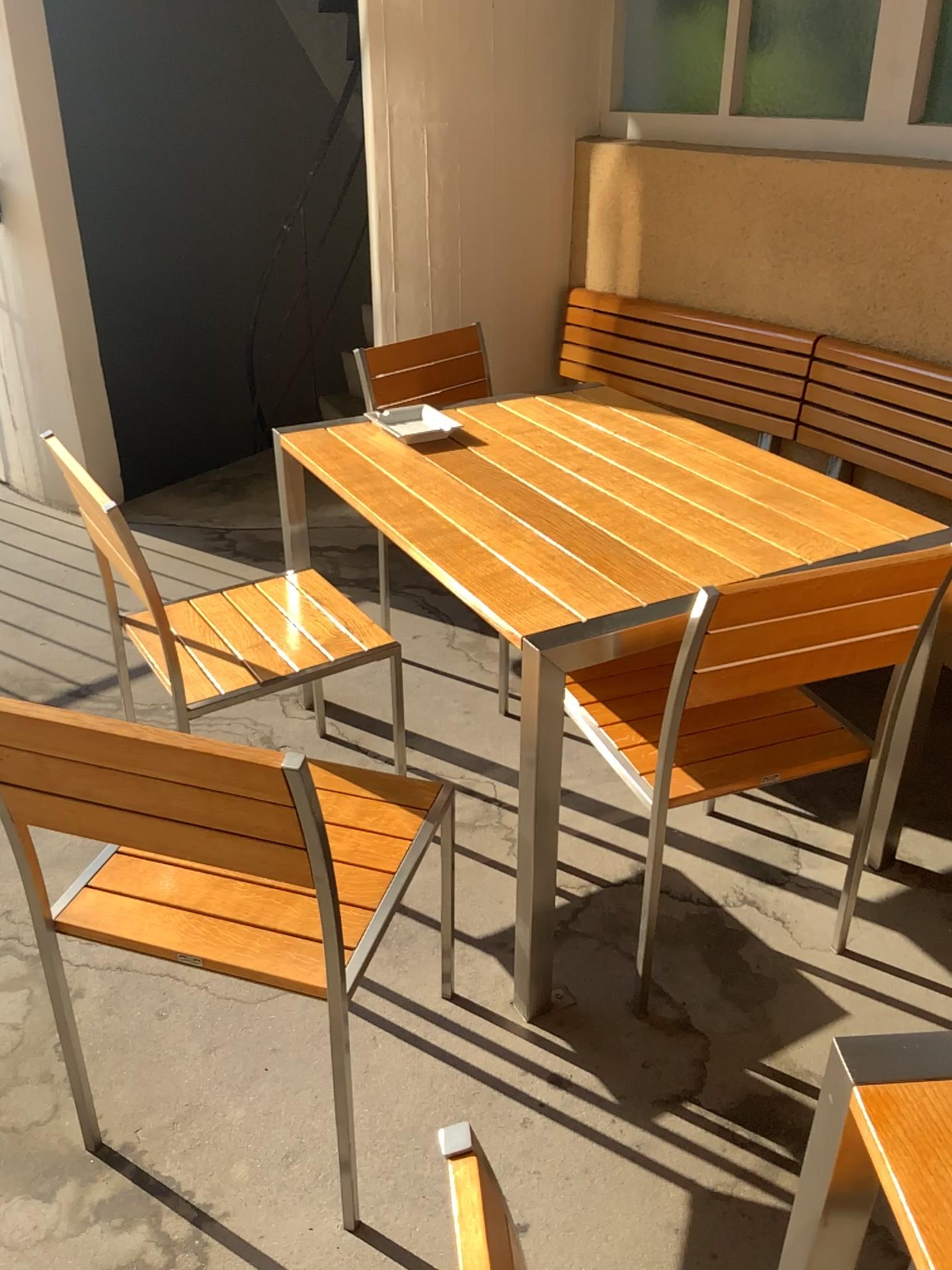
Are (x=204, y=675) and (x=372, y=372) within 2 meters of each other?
yes

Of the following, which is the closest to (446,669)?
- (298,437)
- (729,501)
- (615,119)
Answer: (298,437)

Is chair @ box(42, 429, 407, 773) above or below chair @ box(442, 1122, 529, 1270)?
below

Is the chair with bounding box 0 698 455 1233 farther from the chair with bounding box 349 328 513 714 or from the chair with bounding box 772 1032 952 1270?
the chair with bounding box 349 328 513 714

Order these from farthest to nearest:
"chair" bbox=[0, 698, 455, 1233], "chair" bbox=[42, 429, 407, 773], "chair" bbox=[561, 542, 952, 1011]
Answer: "chair" bbox=[42, 429, 407, 773] → "chair" bbox=[561, 542, 952, 1011] → "chair" bbox=[0, 698, 455, 1233]

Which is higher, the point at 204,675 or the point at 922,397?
the point at 922,397

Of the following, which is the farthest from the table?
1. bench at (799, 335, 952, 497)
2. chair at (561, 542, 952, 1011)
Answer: bench at (799, 335, 952, 497)

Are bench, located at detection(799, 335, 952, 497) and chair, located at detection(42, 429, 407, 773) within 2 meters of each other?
yes

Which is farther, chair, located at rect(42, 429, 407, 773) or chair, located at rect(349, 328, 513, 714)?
chair, located at rect(349, 328, 513, 714)

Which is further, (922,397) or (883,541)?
(922,397)
